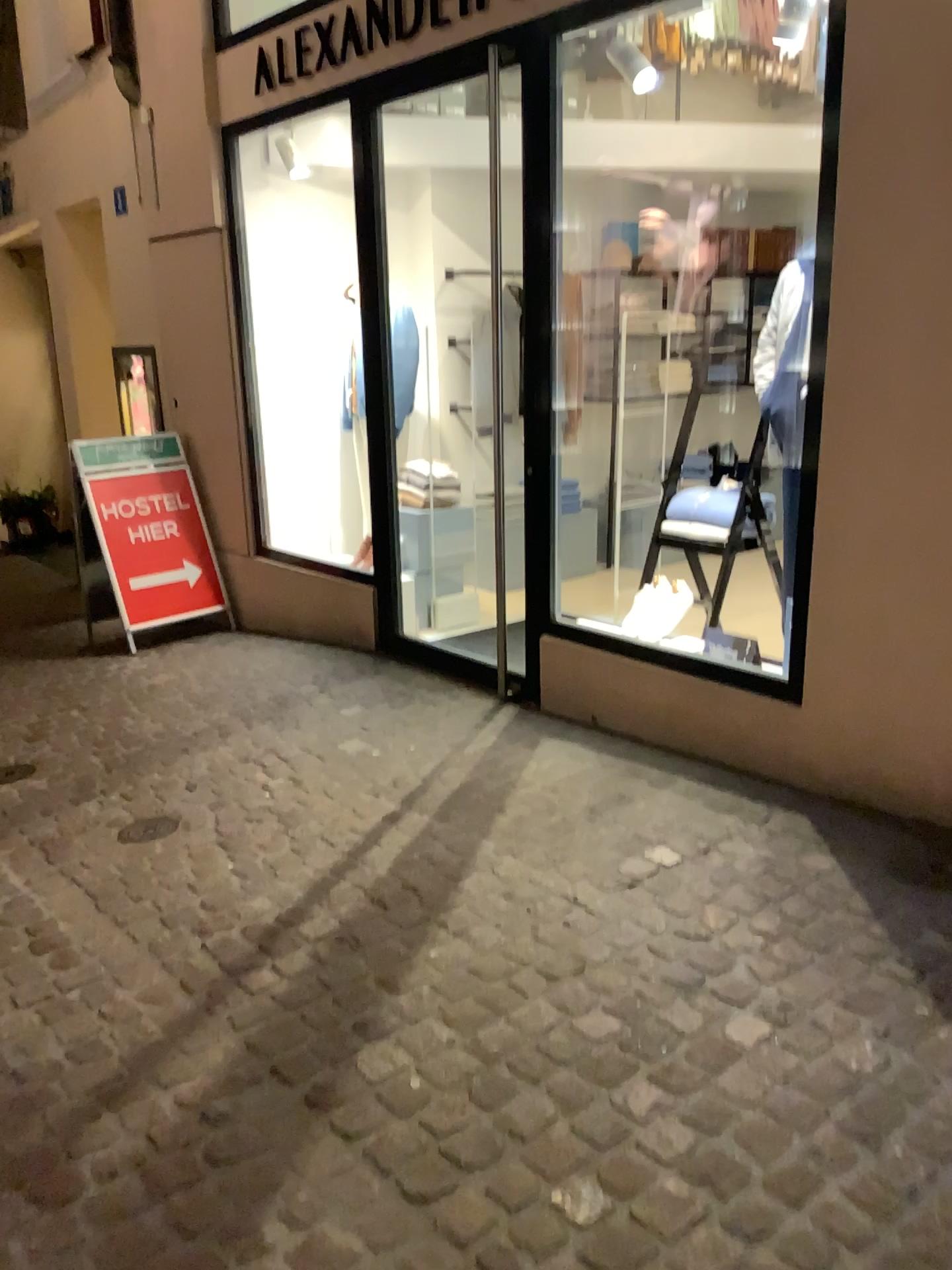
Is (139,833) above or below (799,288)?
below

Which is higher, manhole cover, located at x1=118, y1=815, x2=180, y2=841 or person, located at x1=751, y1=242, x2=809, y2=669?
person, located at x1=751, y1=242, x2=809, y2=669

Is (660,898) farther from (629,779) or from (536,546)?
(536,546)
